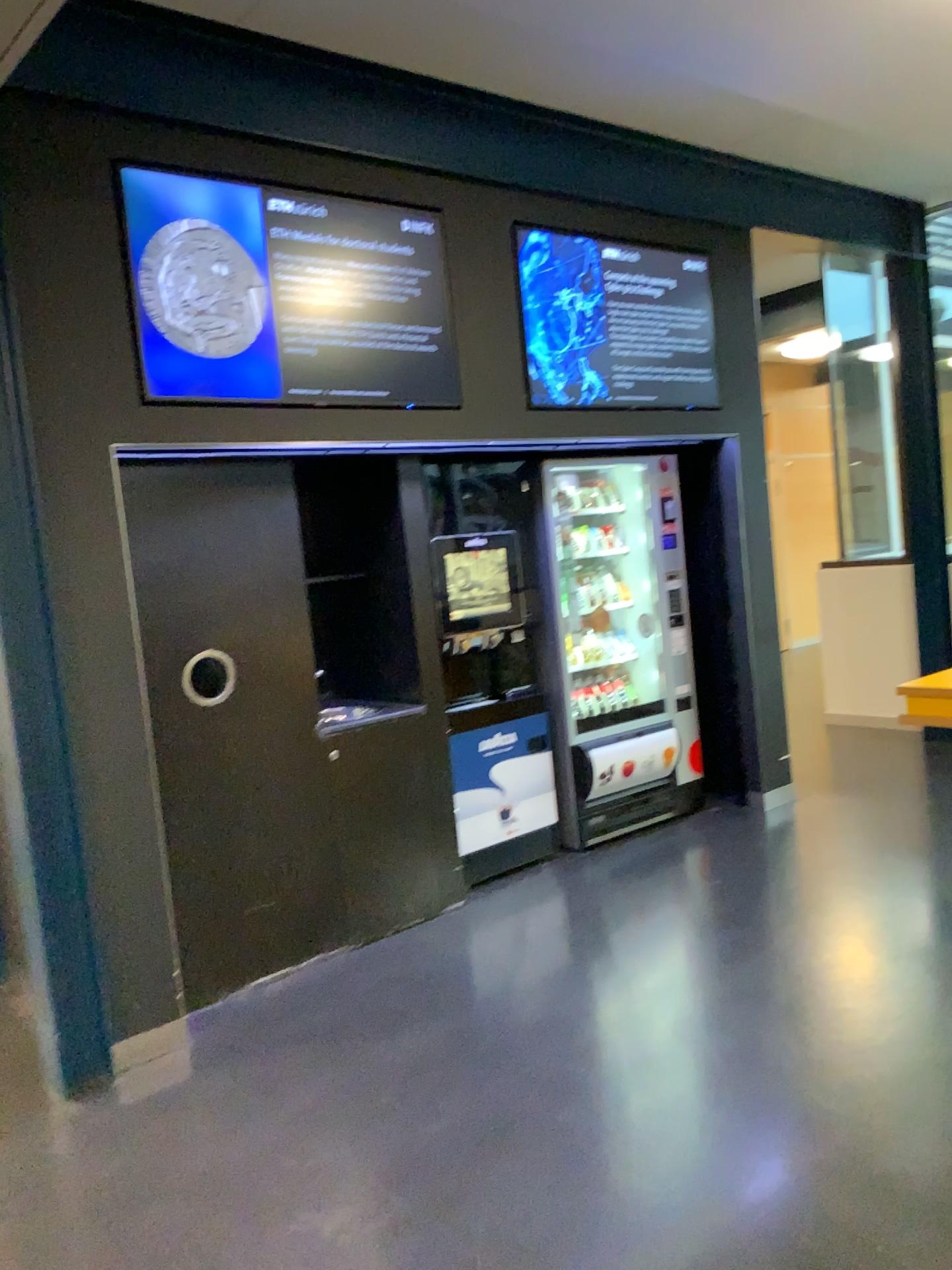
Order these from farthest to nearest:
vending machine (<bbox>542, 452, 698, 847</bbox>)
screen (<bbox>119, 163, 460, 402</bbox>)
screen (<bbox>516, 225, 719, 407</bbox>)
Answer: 1. vending machine (<bbox>542, 452, 698, 847</bbox>)
2. screen (<bbox>516, 225, 719, 407</bbox>)
3. screen (<bbox>119, 163, 460, 402</bbox>)

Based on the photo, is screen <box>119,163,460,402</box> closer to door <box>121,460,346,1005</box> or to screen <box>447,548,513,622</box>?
door <box>121,460,346,1005</box>

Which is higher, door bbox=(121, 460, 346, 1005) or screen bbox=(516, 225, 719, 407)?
screen bbox=(516, 225, 719, 407)

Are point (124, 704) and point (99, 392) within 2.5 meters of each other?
yes

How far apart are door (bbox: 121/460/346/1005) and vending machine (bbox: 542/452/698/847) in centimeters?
135cm

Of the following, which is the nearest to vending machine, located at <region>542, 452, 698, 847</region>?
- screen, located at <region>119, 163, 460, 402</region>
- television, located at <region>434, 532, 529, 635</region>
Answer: television, located at <region>434, 532, 529, 635</region>

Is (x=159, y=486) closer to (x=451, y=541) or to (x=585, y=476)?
(x=451, y=541)

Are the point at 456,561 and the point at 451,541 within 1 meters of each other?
yes

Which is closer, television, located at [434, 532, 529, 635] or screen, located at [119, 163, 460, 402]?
screen, located at [119, 163, 460, 402]

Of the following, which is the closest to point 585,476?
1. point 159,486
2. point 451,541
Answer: point 451,541
